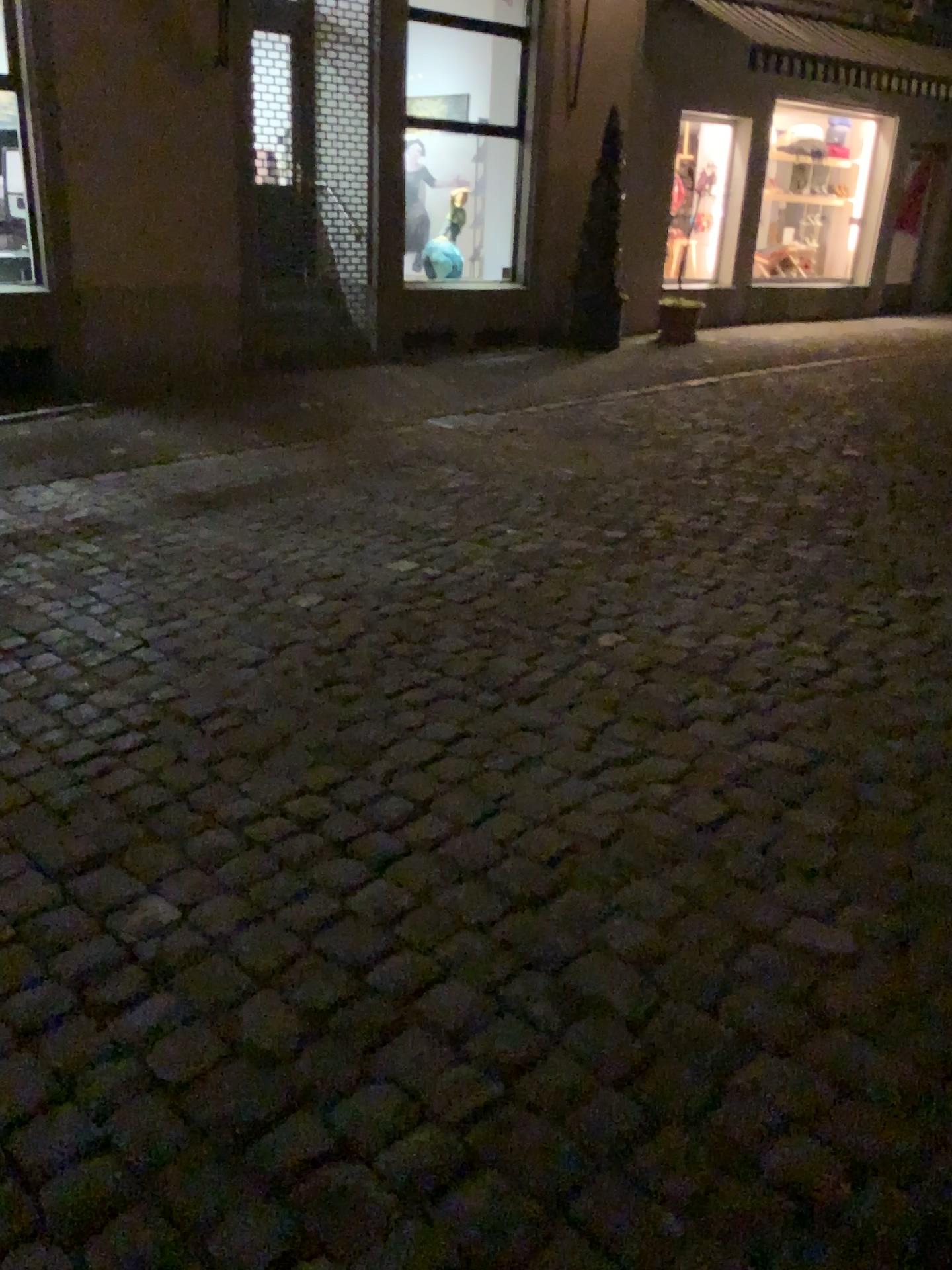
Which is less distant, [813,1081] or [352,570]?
[813,1081]
